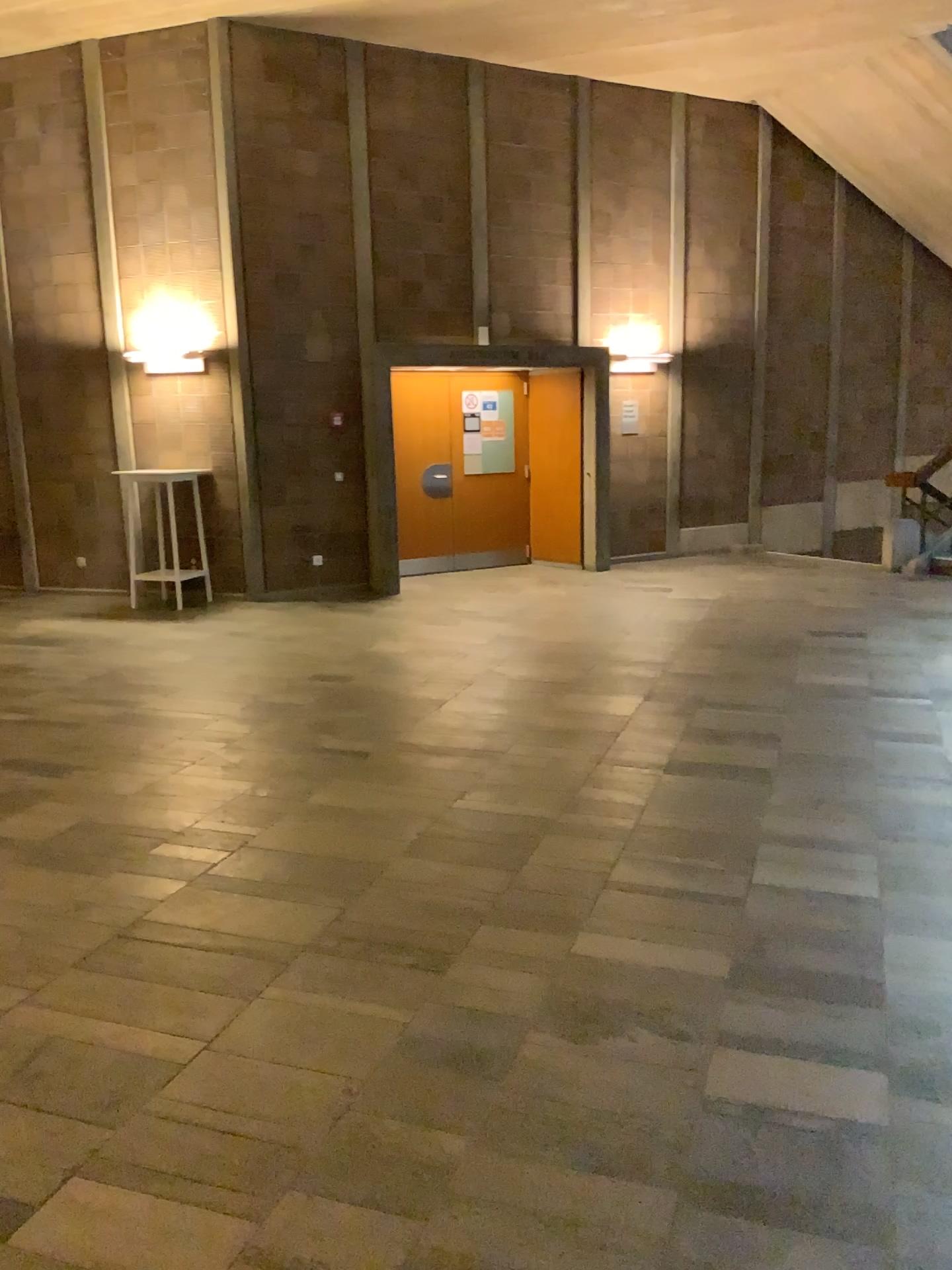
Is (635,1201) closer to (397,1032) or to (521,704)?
(397,1032)
